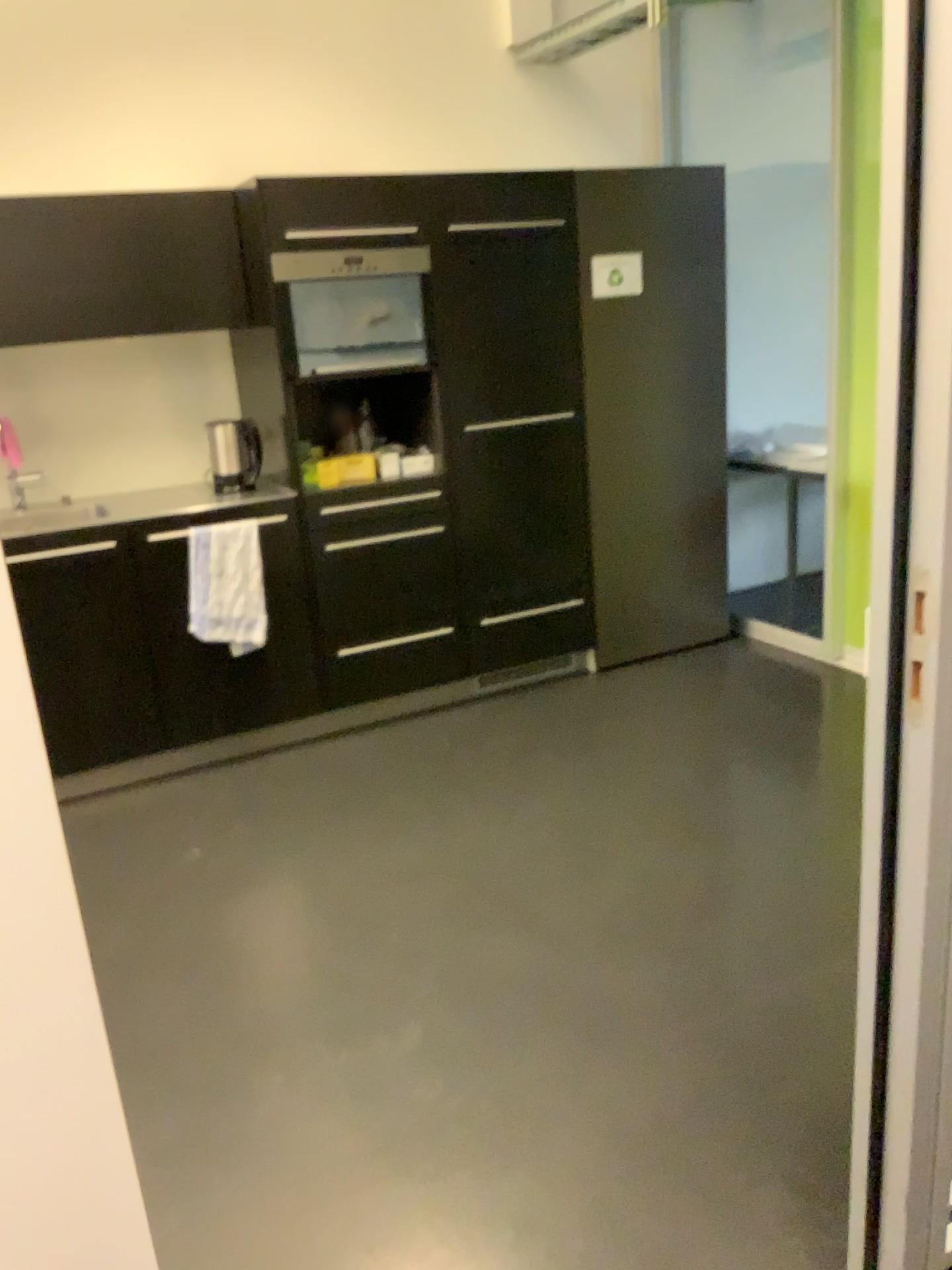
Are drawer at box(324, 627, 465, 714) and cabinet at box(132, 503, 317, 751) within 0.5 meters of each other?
yes

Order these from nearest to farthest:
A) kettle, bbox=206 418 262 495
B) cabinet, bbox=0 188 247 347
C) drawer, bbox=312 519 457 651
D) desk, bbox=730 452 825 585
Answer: cabinet, bbox=0 188 247 347
drawer, bbox=312 519 457 651
kettle, bbox=206 418 262 495
desk, bbox=730 452 825 585

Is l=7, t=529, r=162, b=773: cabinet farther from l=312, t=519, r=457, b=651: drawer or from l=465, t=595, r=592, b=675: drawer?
l=465, t=595, r=592, b=675: drawer

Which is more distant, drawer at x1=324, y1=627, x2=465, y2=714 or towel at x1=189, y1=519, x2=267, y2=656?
drawer at x1=324, y1=627, x2=465, y2=714

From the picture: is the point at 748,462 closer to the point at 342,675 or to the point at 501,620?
the point at 501,620

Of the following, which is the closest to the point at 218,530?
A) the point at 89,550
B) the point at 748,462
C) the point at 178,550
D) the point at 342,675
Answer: the point at 178,550

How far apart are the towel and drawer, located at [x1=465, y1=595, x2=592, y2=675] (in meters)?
0.83

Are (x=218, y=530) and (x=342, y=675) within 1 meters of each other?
yes

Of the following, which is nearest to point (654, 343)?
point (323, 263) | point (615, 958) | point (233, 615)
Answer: point (323, 263)

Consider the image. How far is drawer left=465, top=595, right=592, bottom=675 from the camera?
4.1 meters
